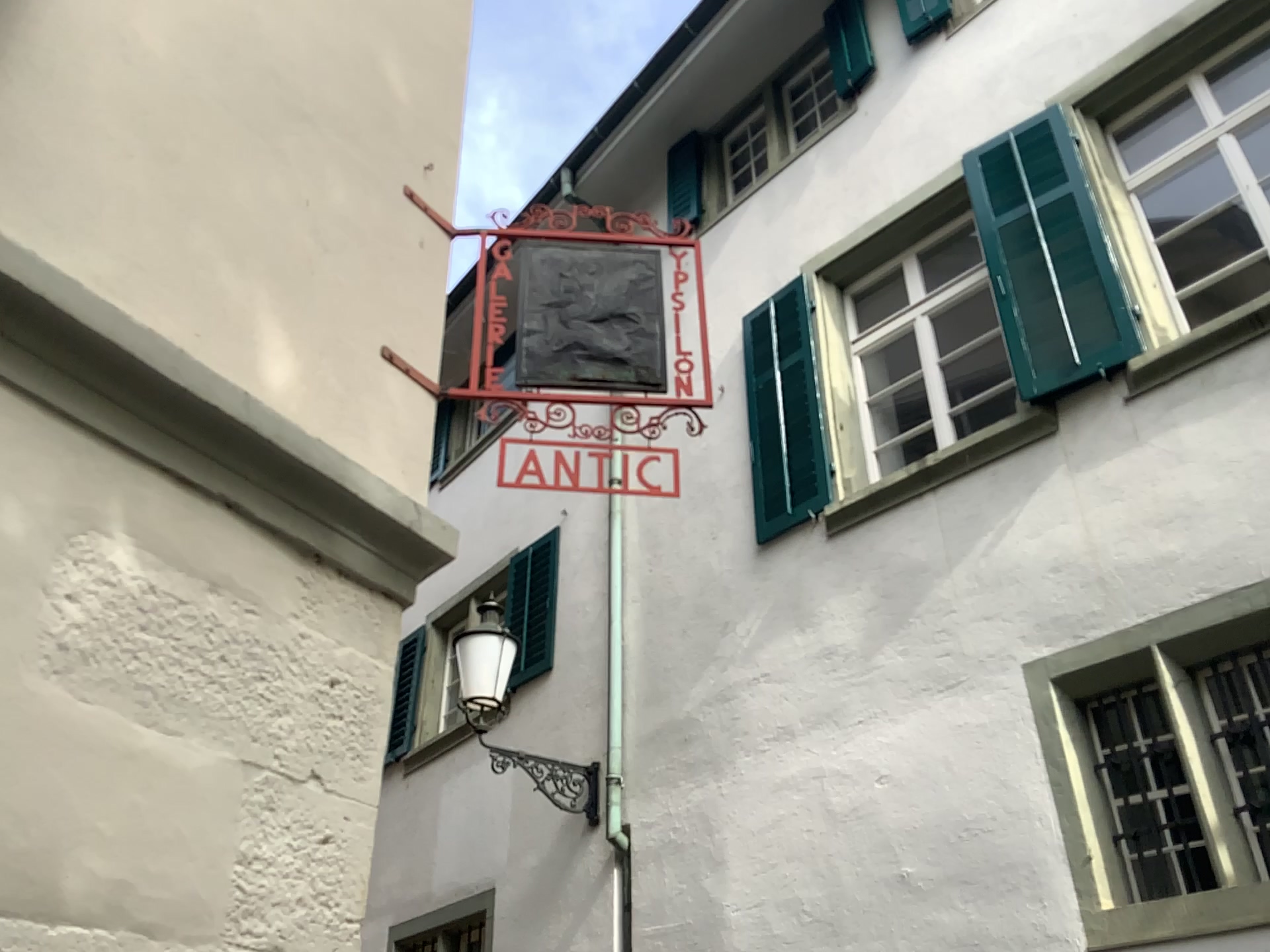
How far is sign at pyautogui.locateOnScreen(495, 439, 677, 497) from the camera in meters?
2.6 m

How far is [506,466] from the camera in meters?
2.6

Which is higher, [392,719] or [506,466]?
[506,466]

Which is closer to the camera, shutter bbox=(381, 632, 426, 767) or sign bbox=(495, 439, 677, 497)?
shutter bbox=(381, 632, 426, 767)

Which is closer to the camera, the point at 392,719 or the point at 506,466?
the point at 392,719

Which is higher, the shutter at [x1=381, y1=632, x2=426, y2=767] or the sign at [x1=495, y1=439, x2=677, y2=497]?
the sign at [x1=495, y1=439, x2=677, y2=497]

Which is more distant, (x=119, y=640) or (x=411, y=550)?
(x=411, y=550)
